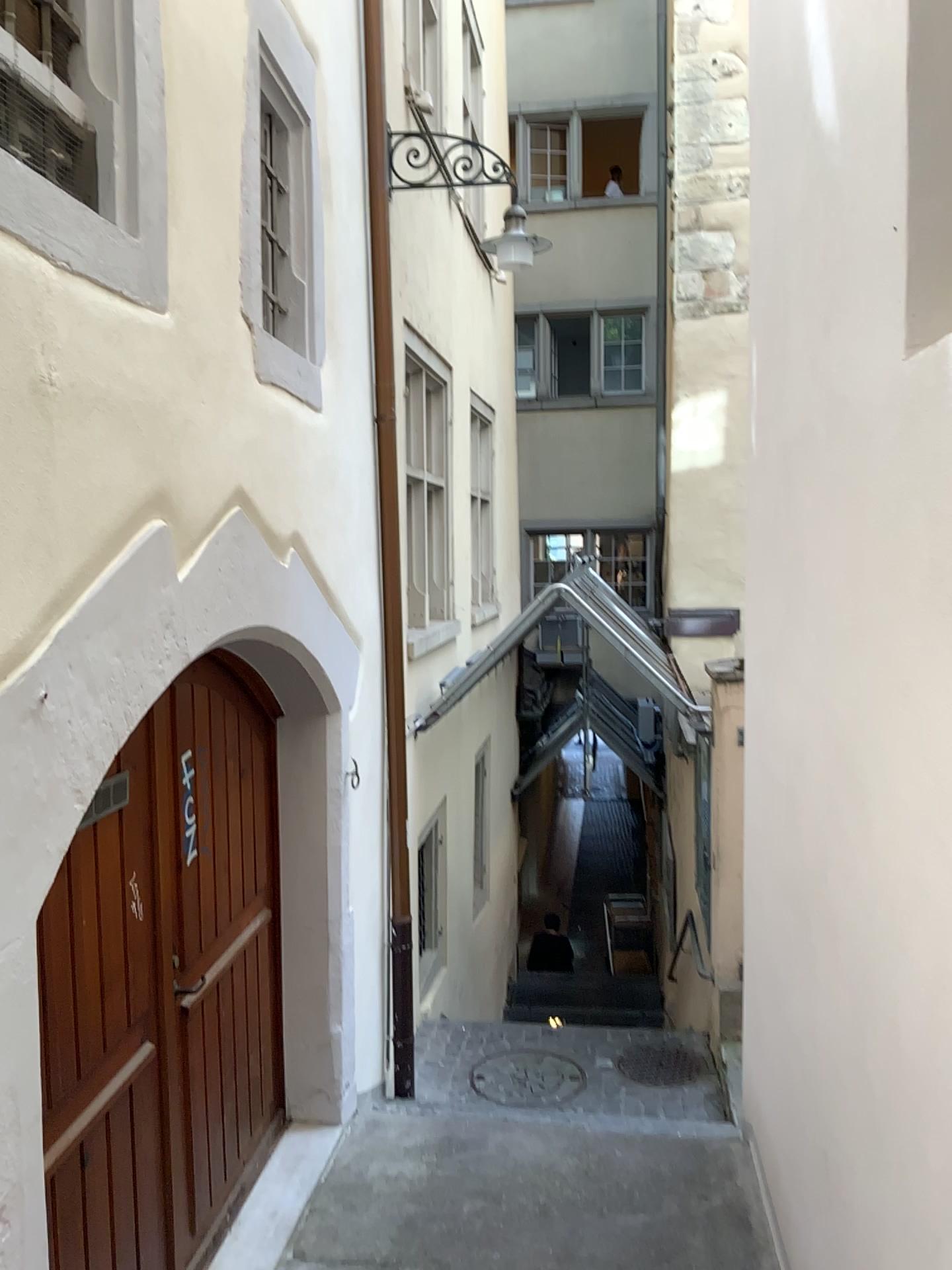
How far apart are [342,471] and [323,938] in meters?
2.0
